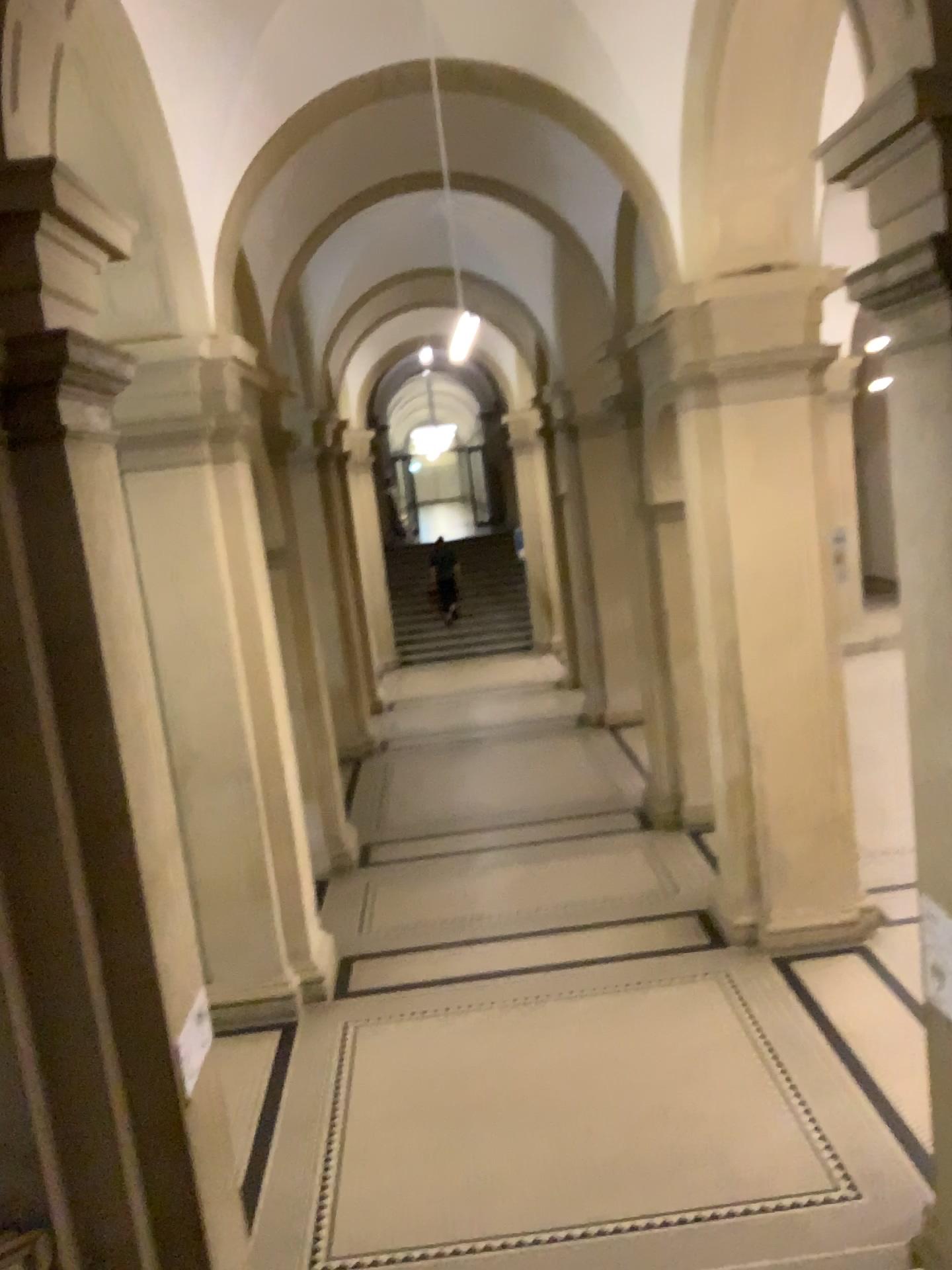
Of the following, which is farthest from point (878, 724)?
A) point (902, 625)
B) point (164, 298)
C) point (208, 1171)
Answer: point (164, 298)
